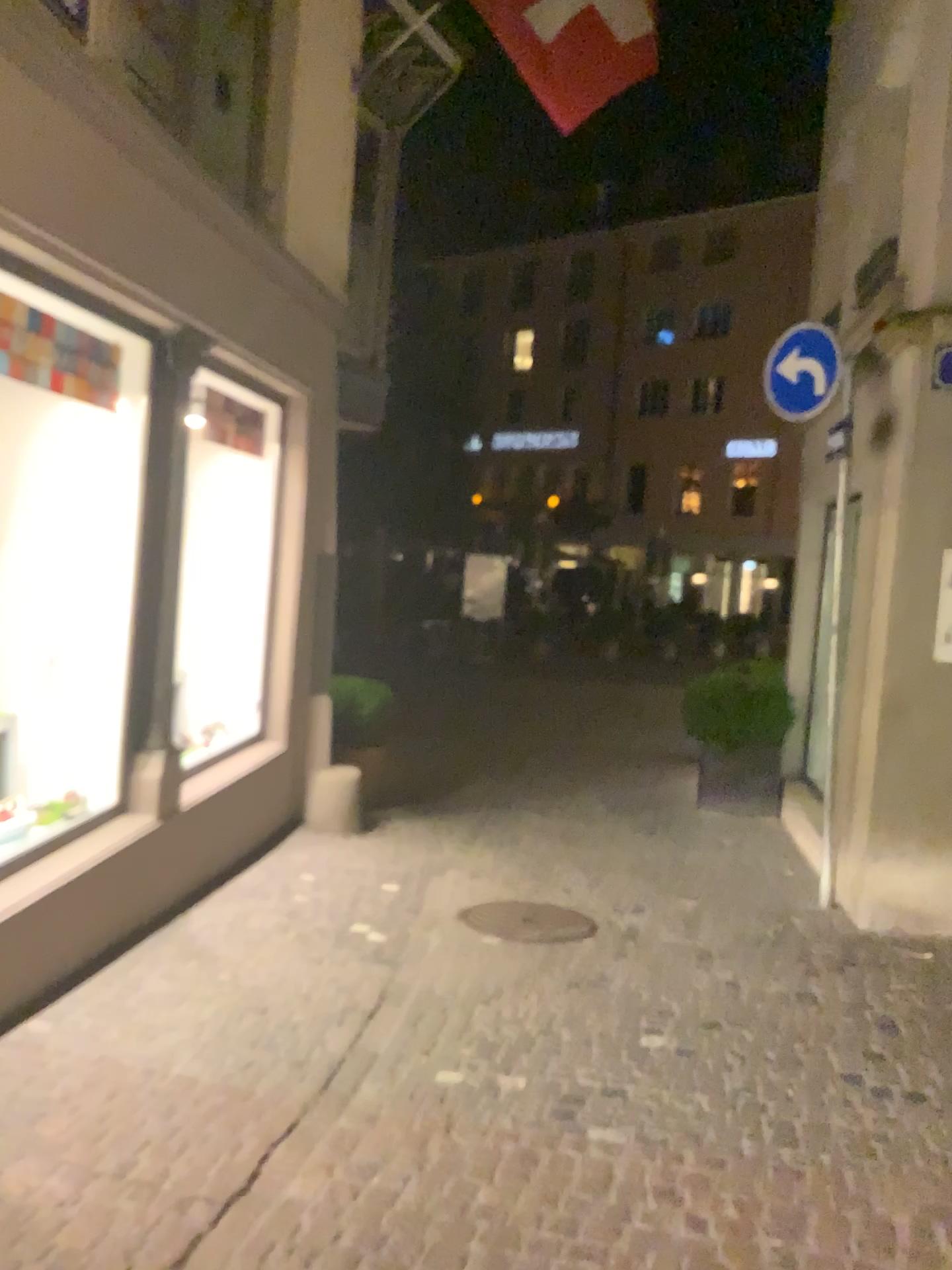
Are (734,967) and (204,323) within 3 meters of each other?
no
